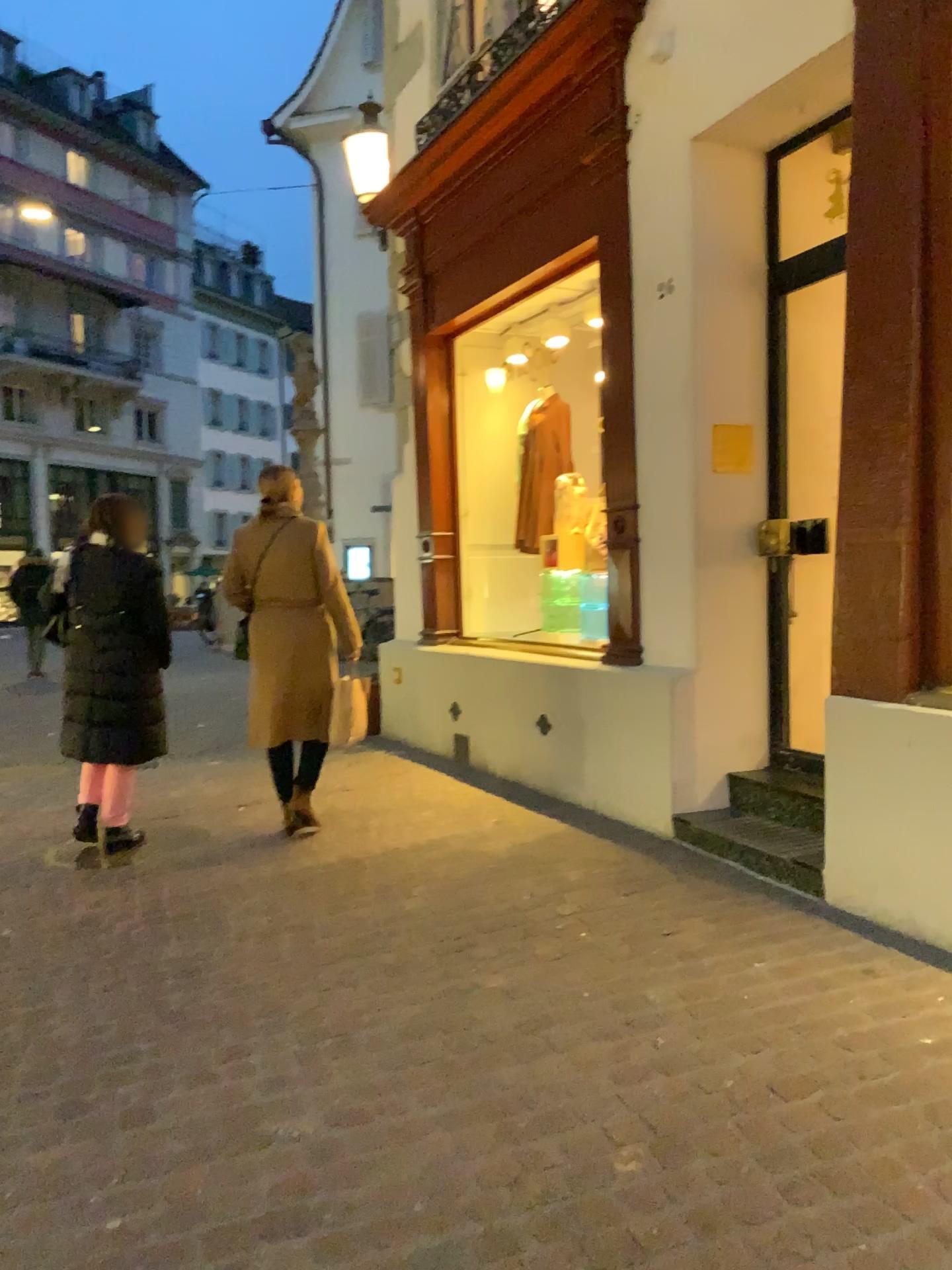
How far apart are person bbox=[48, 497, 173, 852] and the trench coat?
0.4 meters

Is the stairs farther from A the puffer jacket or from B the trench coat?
A the puffer jacket

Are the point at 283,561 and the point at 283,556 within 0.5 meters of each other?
yes

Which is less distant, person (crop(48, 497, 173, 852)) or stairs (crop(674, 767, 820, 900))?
stairs (crop(674, 767, 820, 900))

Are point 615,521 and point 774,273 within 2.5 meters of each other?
yes

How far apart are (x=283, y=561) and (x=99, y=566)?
0.8m

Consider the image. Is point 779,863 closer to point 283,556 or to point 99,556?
point 283,556

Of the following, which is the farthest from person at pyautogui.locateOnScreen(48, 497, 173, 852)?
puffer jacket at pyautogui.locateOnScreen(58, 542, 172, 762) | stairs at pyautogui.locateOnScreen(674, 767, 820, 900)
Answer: stairs at pyautogui.locateOnScreen(674, 767, 820, 900)

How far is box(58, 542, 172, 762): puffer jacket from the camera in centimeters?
464cm

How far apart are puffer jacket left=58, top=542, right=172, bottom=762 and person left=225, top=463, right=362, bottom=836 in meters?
0.4 m
